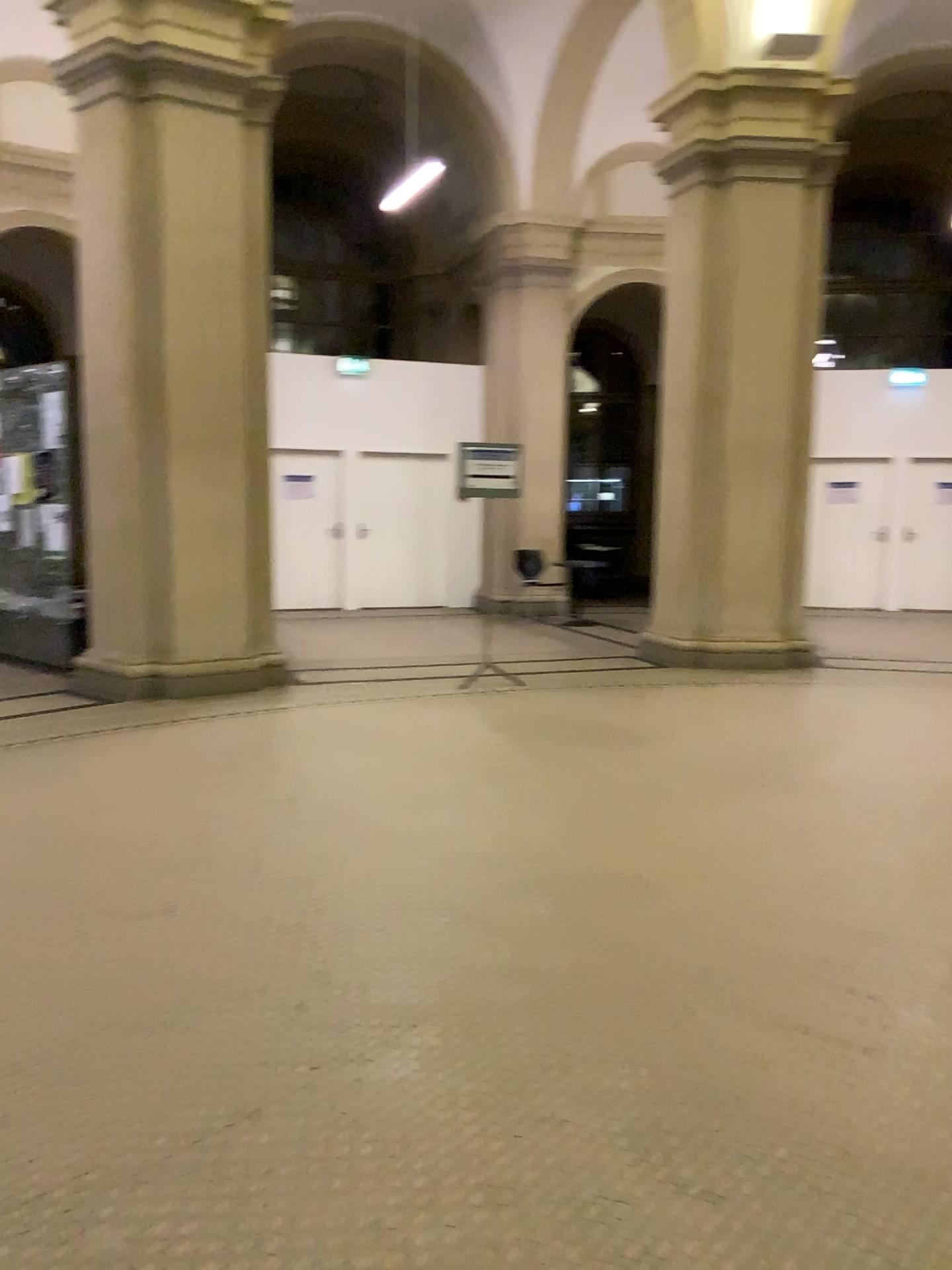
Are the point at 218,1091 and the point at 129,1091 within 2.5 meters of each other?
yes
